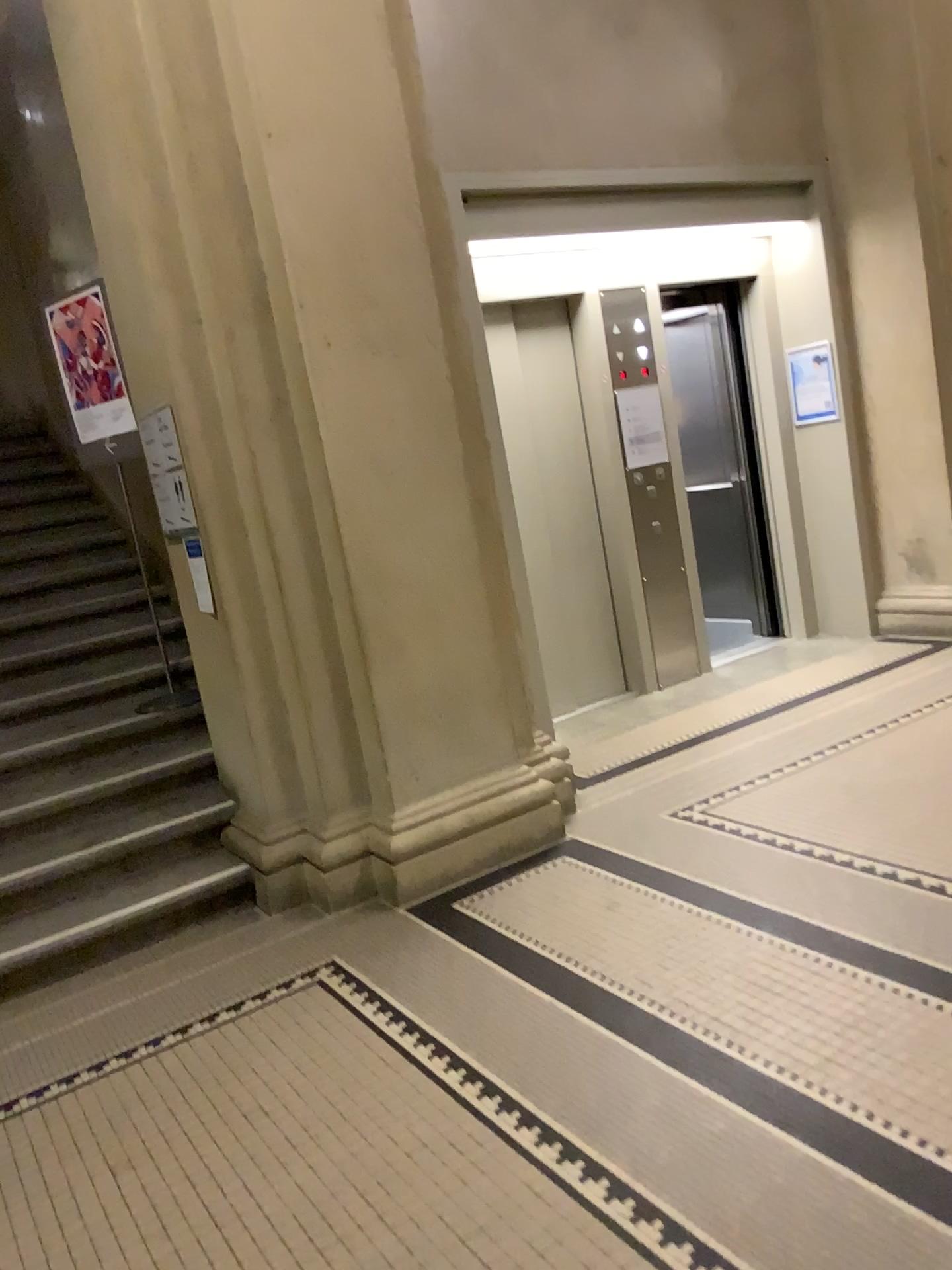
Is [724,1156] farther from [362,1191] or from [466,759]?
[466,759]

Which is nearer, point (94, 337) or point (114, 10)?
point (114, 10)

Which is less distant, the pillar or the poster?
the pillar

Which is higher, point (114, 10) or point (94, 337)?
point (114, 10)
